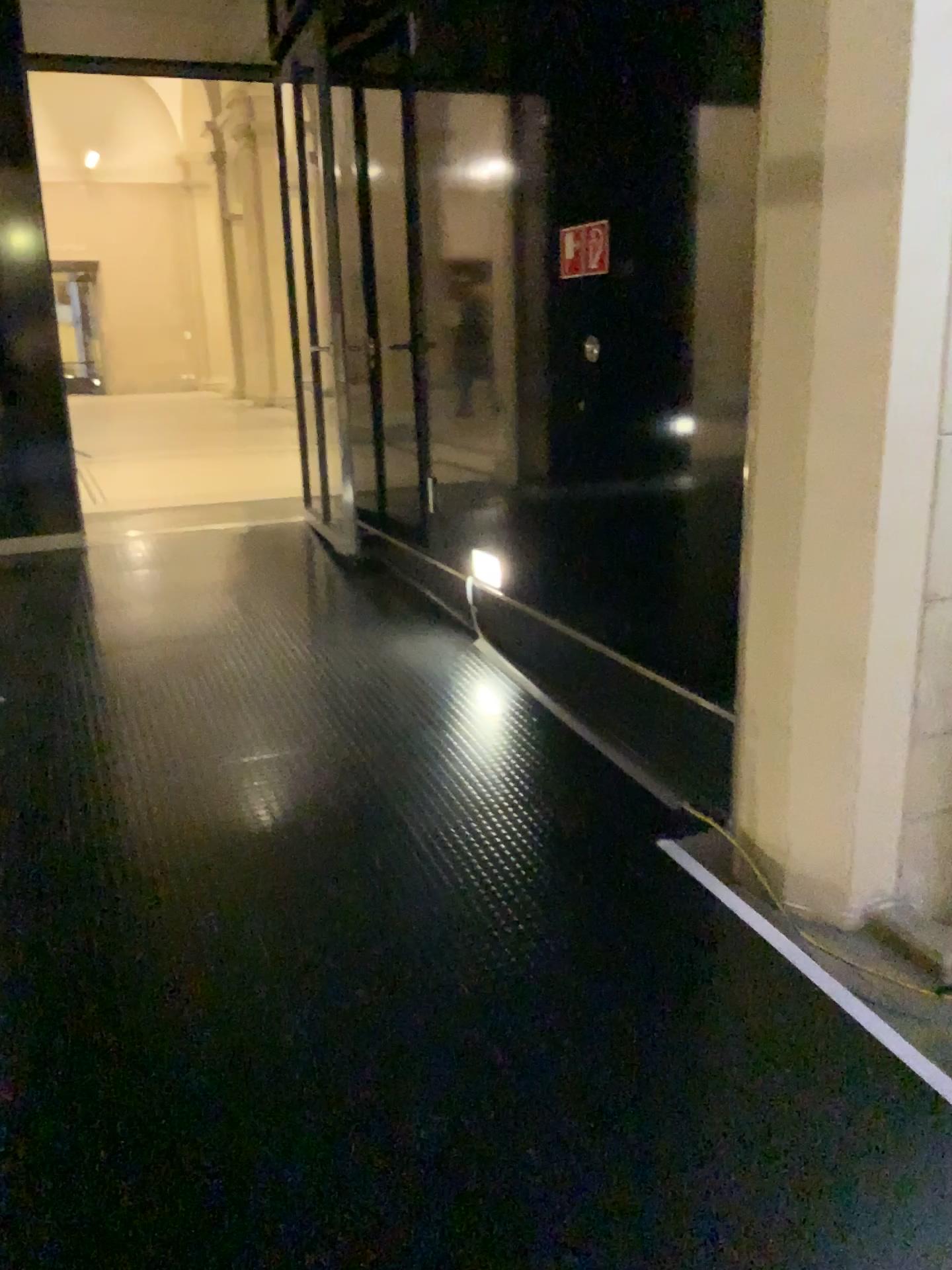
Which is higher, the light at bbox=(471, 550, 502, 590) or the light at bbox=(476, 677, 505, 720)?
the light at bbox=(471, 550, 502, 590)

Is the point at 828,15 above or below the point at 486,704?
above

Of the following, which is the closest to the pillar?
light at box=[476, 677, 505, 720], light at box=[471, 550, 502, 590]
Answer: light at box=[476, 677, 505, 720]

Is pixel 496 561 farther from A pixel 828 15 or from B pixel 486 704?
A pixel 828 15

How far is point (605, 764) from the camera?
3.38m

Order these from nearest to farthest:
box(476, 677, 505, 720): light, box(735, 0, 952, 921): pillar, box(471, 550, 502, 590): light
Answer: box(735, 0, 952, 921): pillar, box(476, 677, 505, 720): light, box(471, 550, 502, 590): light

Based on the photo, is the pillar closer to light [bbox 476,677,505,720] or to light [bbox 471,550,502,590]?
light [bbox 476,677,505,720]

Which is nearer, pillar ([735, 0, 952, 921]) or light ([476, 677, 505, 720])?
pillar ([735, 0, 952, 921])

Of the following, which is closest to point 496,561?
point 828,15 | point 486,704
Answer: point 486,704
